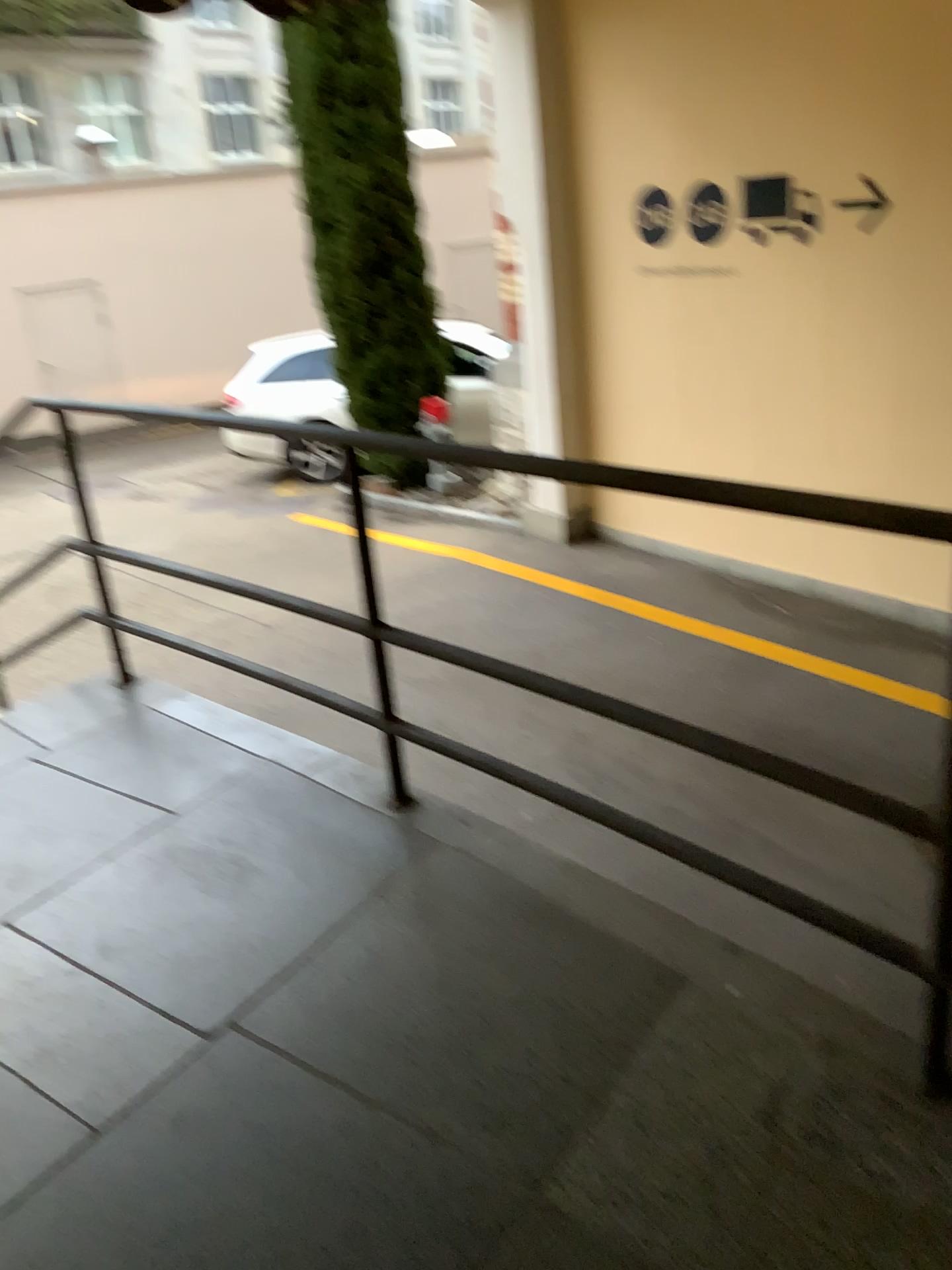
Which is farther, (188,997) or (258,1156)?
(188,997)
